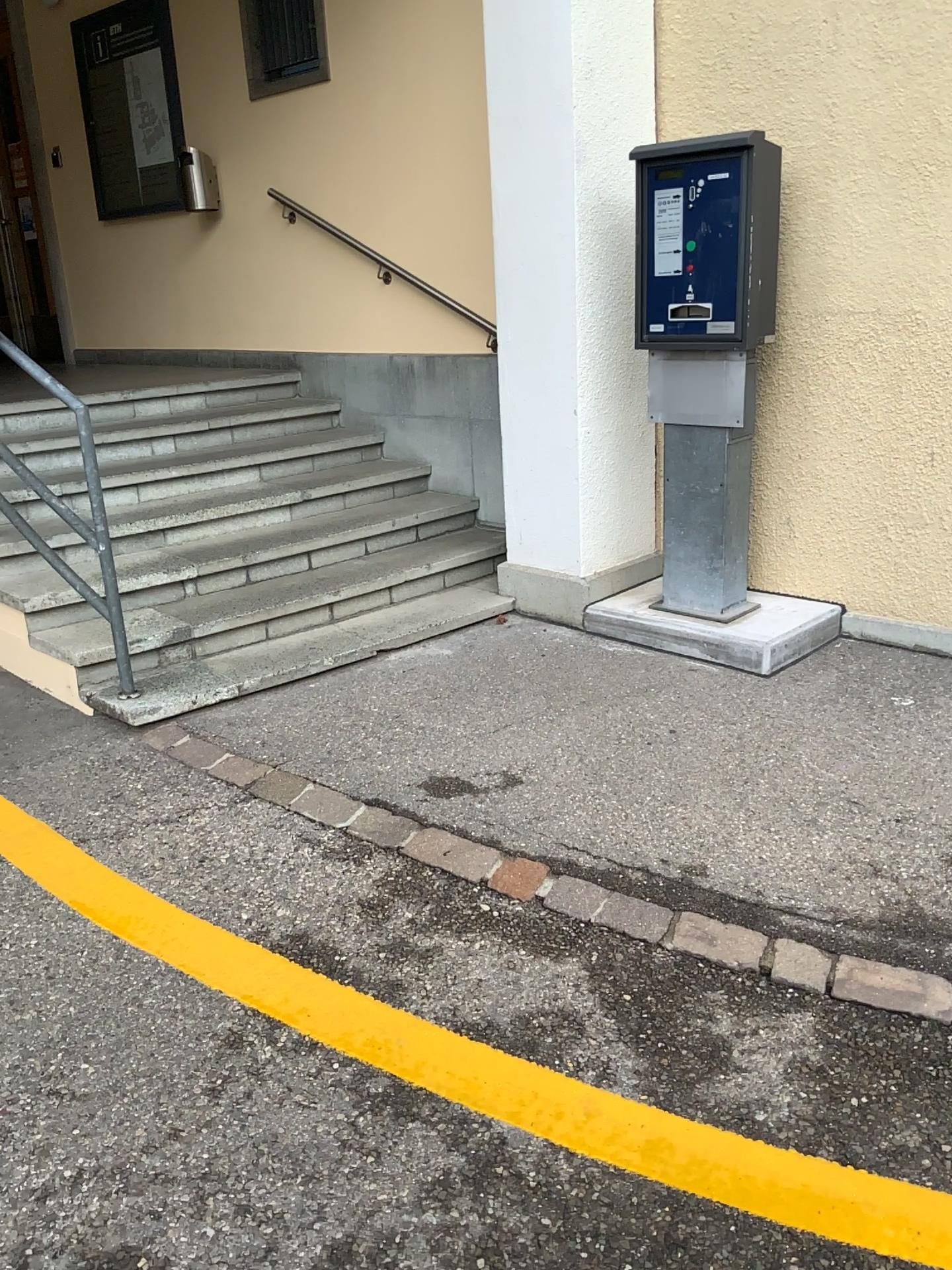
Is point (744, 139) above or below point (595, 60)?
below

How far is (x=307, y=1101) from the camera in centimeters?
199cm
